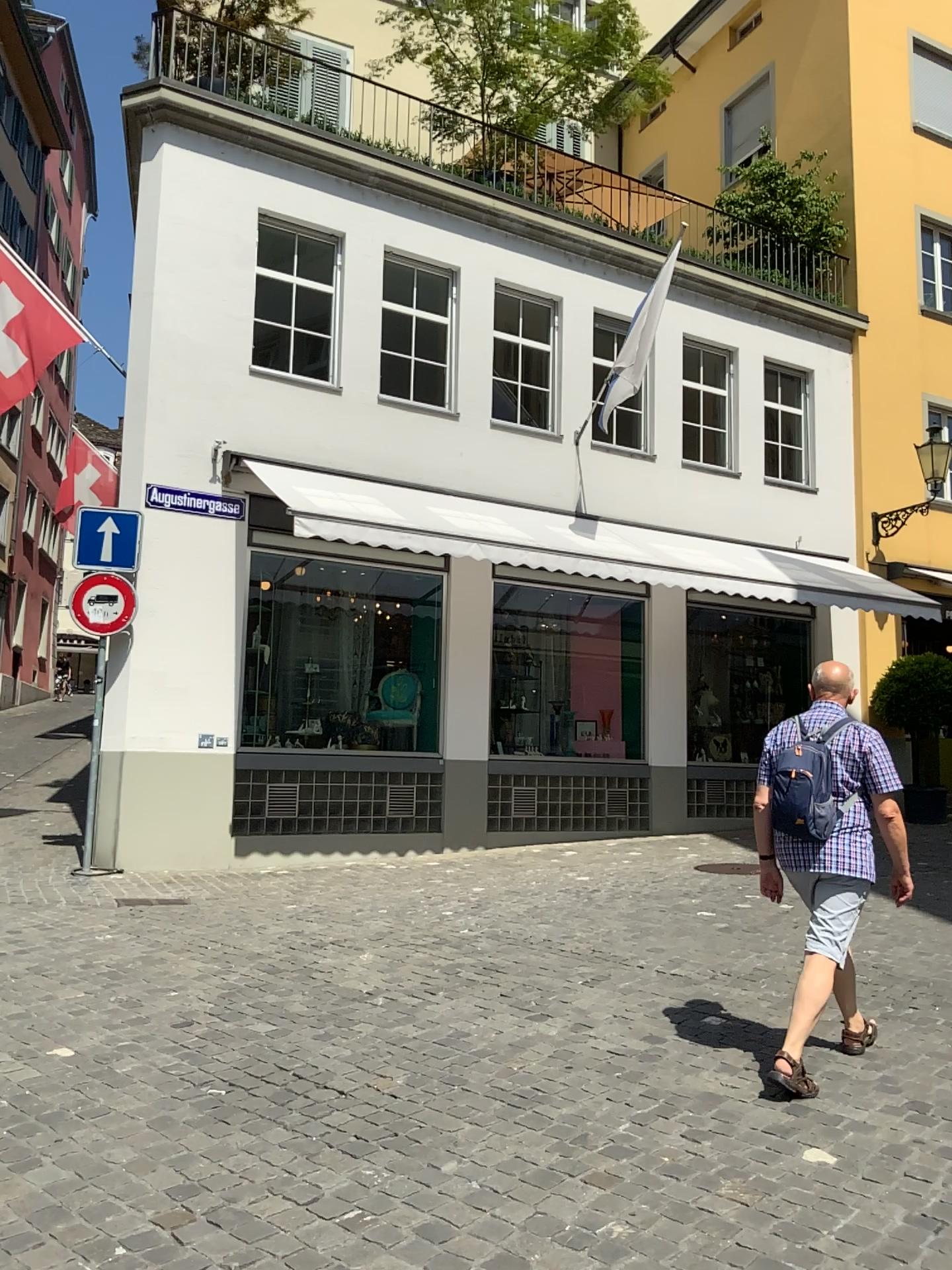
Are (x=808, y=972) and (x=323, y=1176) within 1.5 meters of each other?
no
